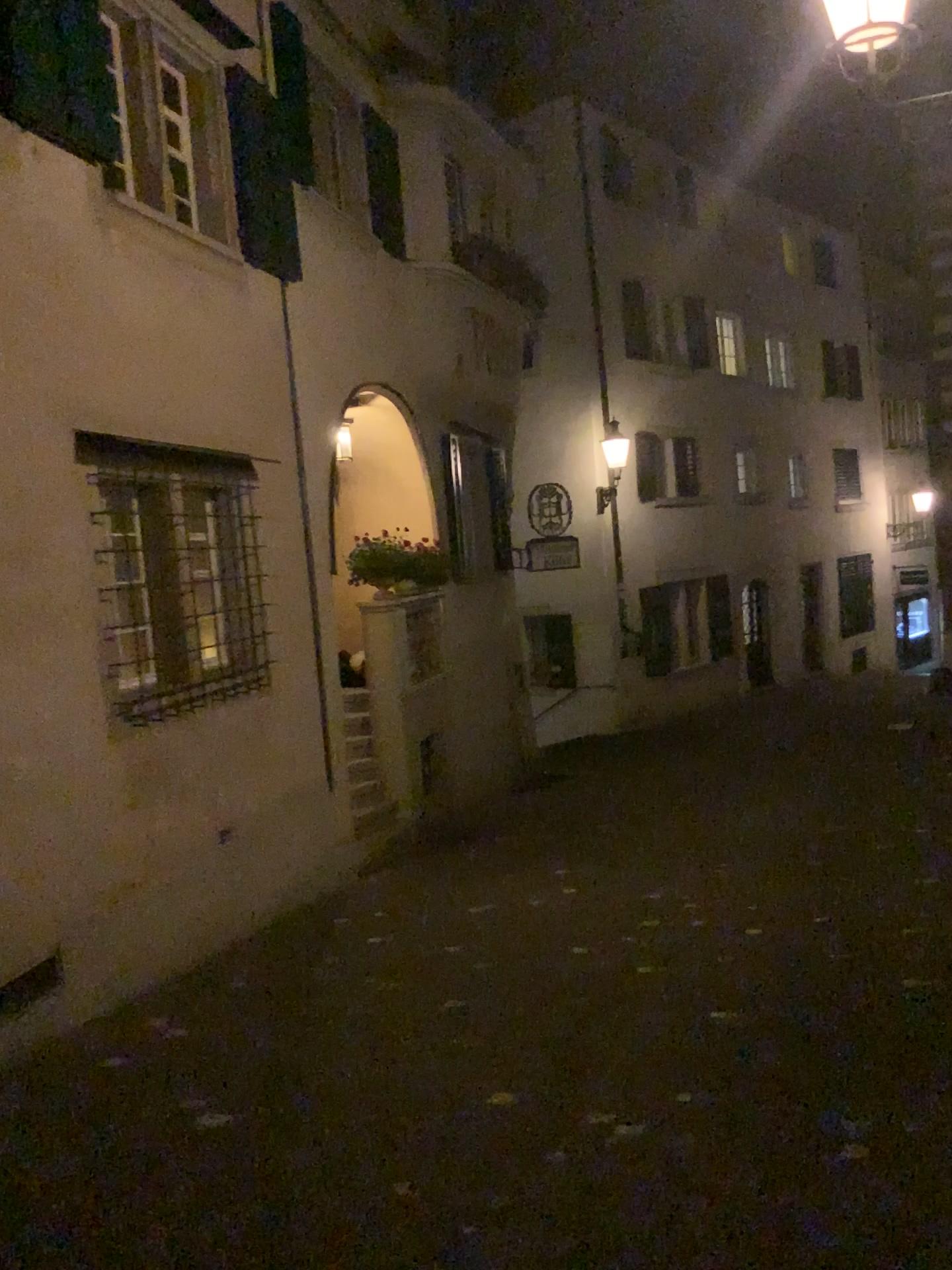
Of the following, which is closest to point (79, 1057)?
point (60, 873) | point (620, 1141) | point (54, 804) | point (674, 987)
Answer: point (60, 873)
